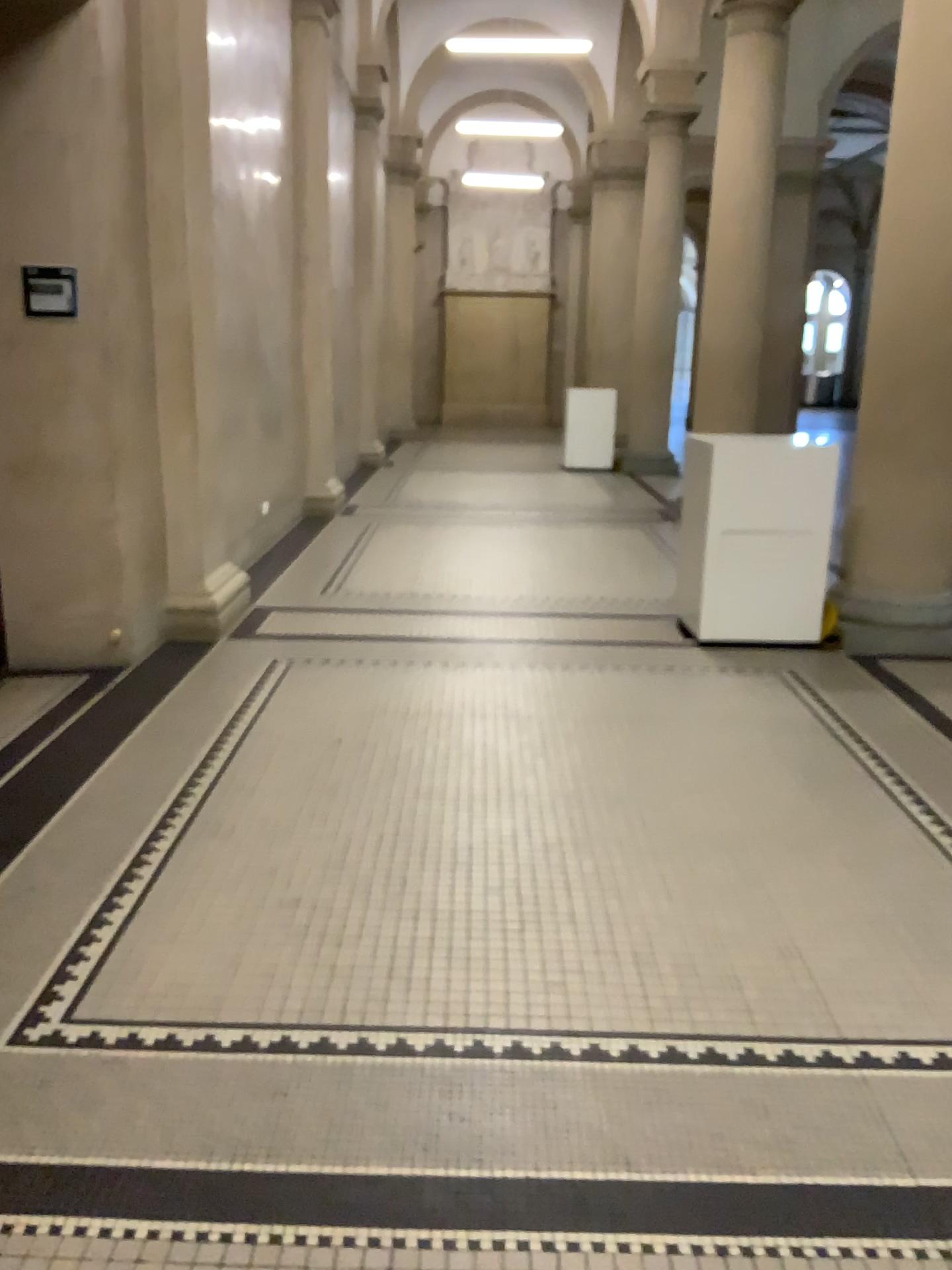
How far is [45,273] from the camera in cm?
435

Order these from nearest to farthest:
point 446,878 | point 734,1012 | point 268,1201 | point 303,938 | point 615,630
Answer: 1. point 268,1201
2. point 734,1012
3. point 303,938
4. point 446,878
5. point 615,630

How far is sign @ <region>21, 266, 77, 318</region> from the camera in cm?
435
